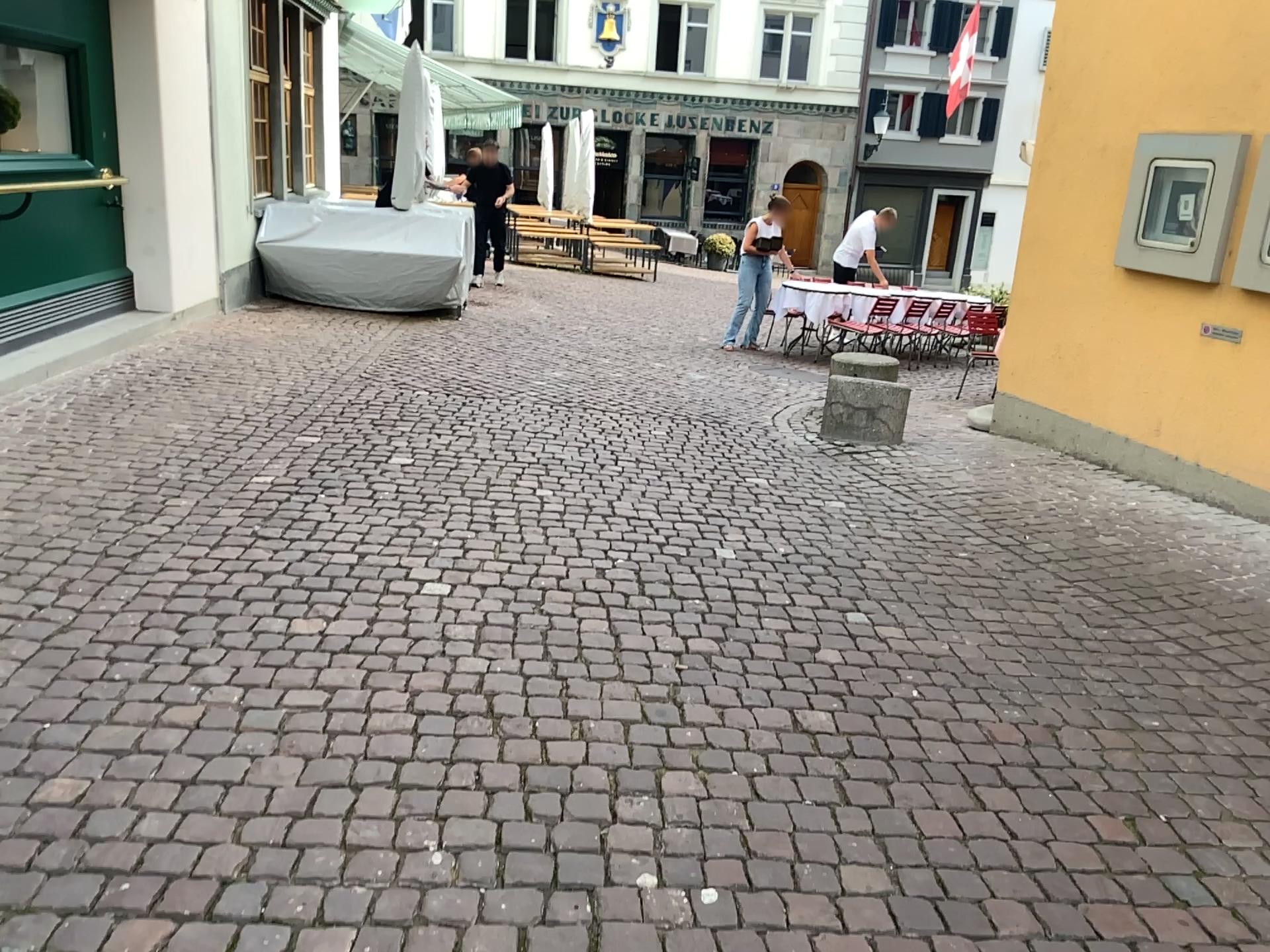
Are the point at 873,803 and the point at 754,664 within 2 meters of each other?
yes
